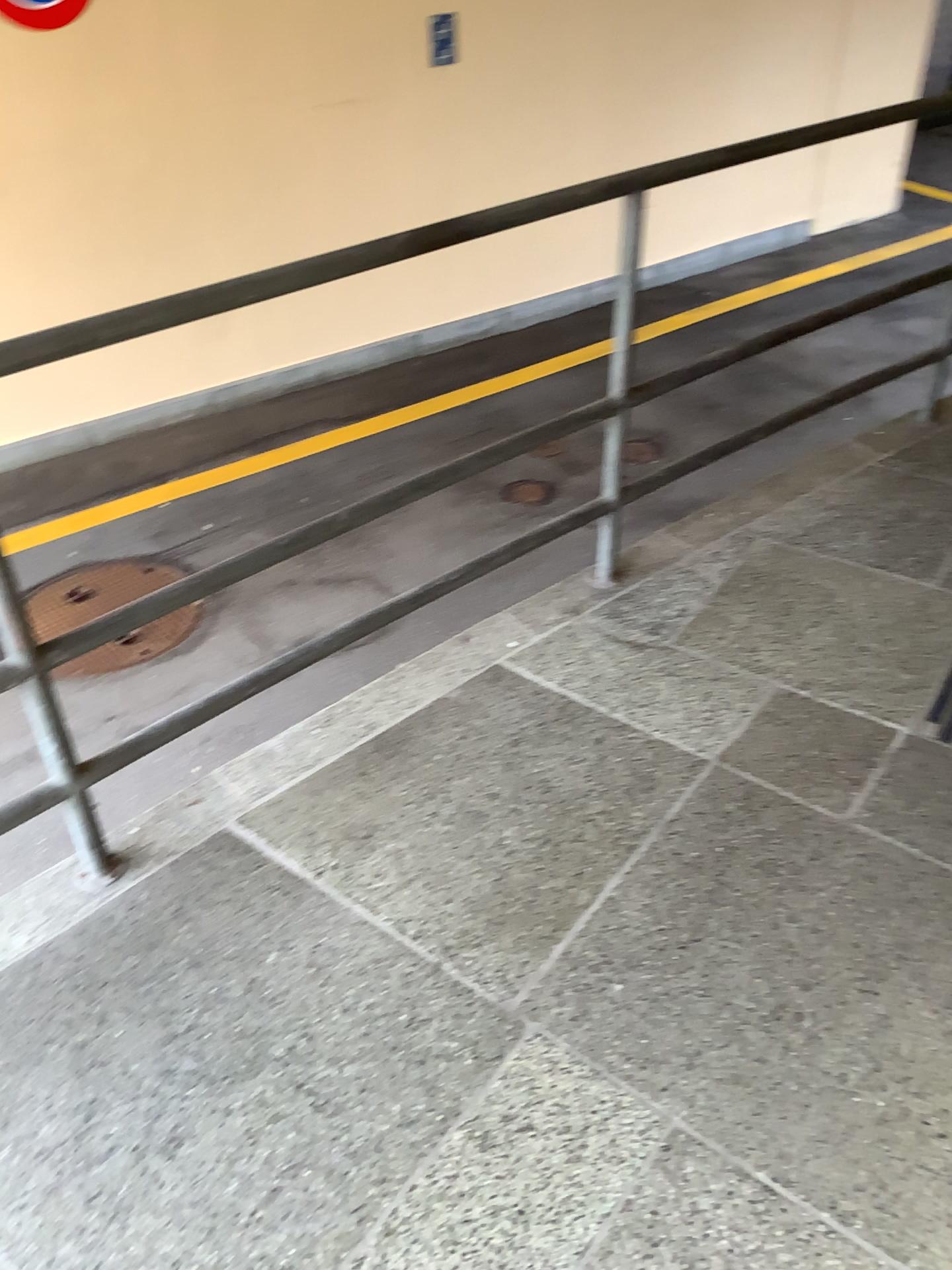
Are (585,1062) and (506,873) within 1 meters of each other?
yes
